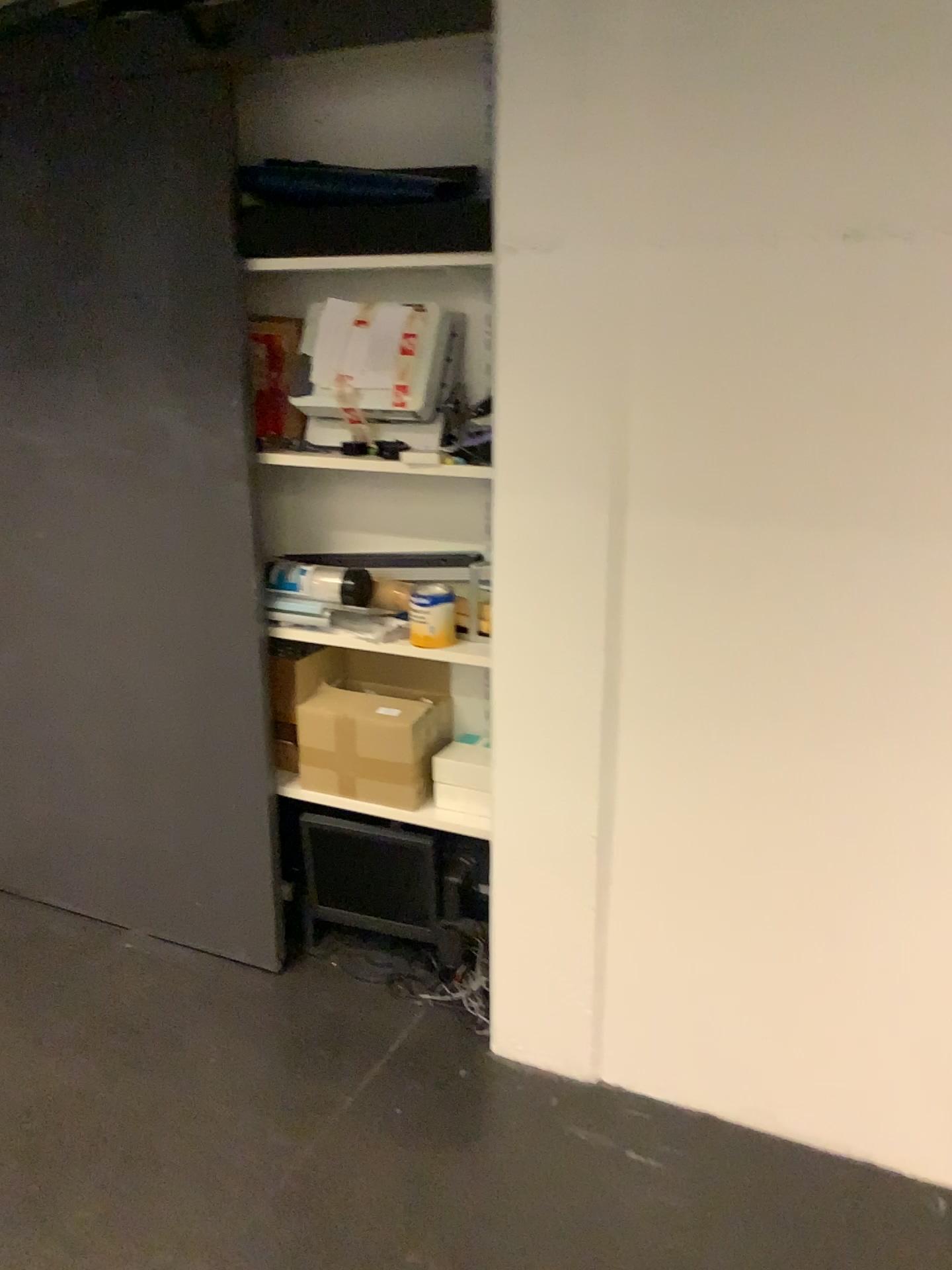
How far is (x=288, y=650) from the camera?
2.56m

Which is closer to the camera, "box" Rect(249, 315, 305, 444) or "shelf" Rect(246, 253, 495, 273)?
→ "shelf" Rect(246, 253, 495, 273)

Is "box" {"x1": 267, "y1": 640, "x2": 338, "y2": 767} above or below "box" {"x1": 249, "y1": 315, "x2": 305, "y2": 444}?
below

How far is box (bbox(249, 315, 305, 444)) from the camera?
2.4m

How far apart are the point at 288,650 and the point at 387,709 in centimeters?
32cm

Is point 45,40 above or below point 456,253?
above

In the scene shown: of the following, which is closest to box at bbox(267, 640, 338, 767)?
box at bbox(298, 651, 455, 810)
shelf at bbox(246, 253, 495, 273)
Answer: box at bbox(298, 651, 455, 810)

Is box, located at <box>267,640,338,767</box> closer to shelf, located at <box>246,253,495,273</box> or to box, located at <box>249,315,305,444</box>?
box, located at <box>249,315,305,444</box>

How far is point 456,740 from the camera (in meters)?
2.38

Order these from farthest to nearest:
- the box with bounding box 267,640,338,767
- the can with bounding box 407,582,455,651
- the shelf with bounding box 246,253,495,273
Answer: the box with bounding box 267,640,338,767
the can with bounding box 407,582,455,651
the shelf with bounding box 246,253,495,273
